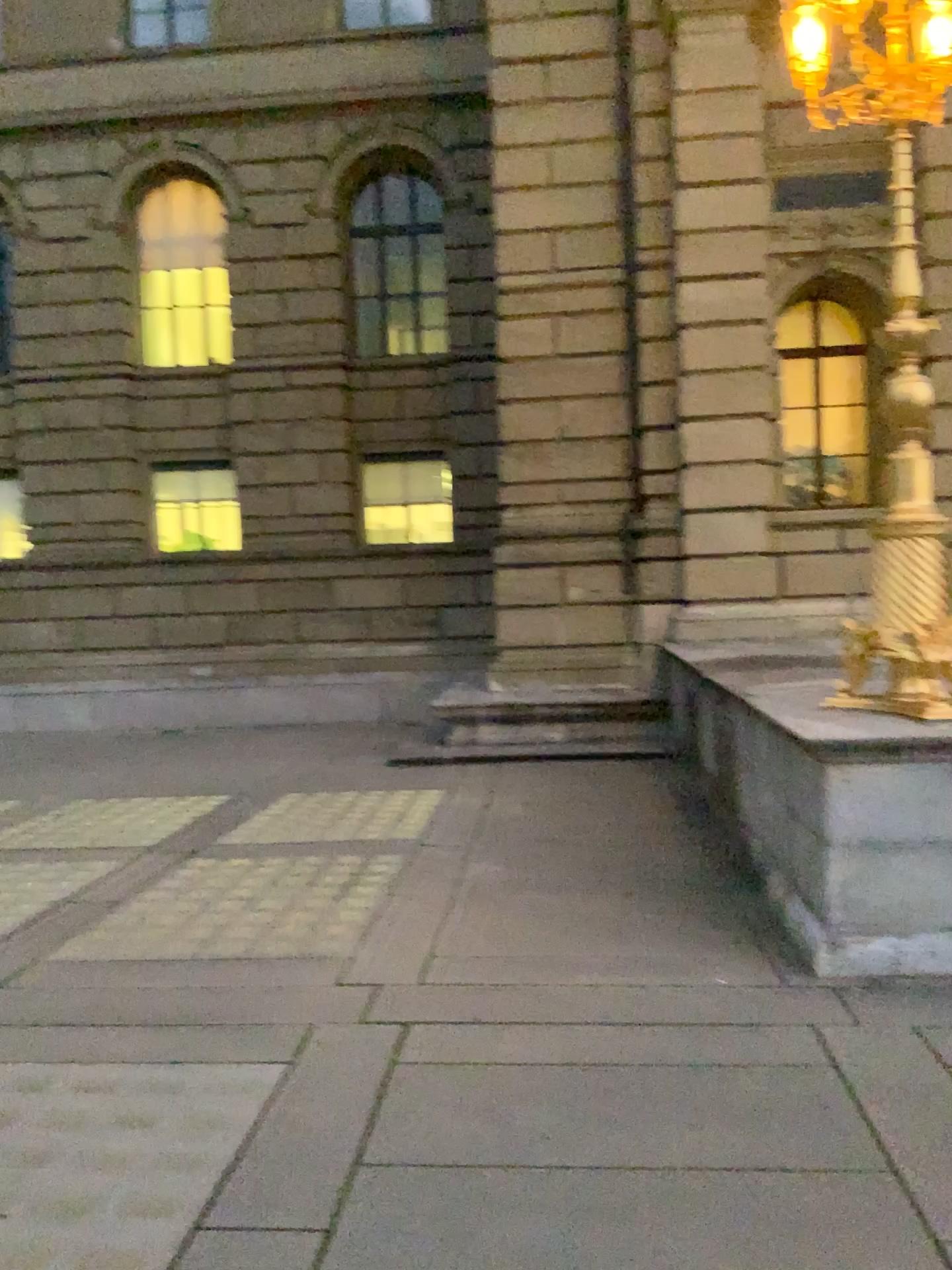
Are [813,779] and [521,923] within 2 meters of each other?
yes
